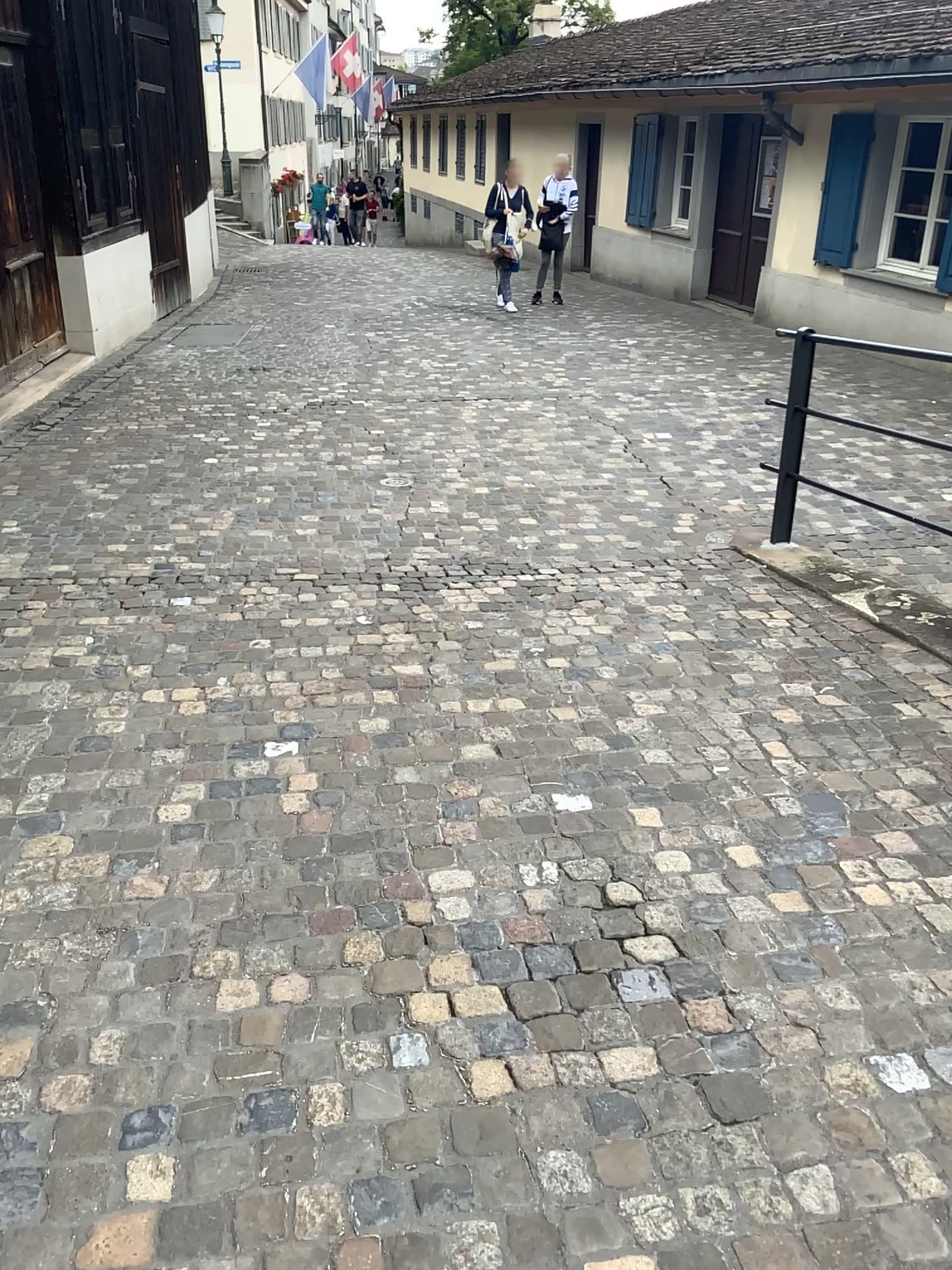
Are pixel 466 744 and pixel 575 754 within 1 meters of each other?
yes
